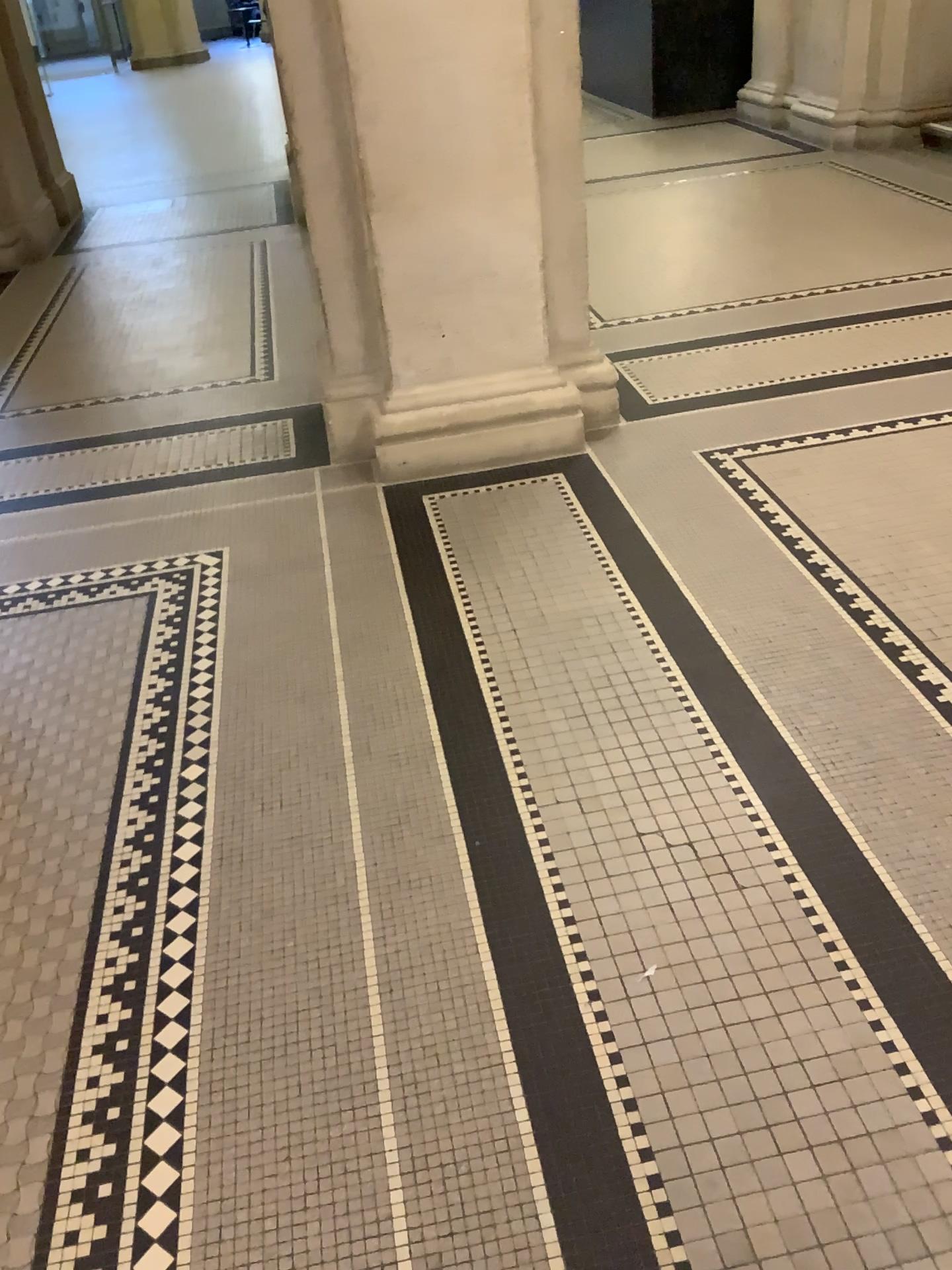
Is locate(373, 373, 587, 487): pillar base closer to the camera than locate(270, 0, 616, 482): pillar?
No

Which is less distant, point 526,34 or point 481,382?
point 526,34

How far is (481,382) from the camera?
3.5 meters

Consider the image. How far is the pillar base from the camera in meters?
3.5 m

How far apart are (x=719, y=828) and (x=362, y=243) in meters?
2.2

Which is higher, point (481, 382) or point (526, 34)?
point (526, 34)
